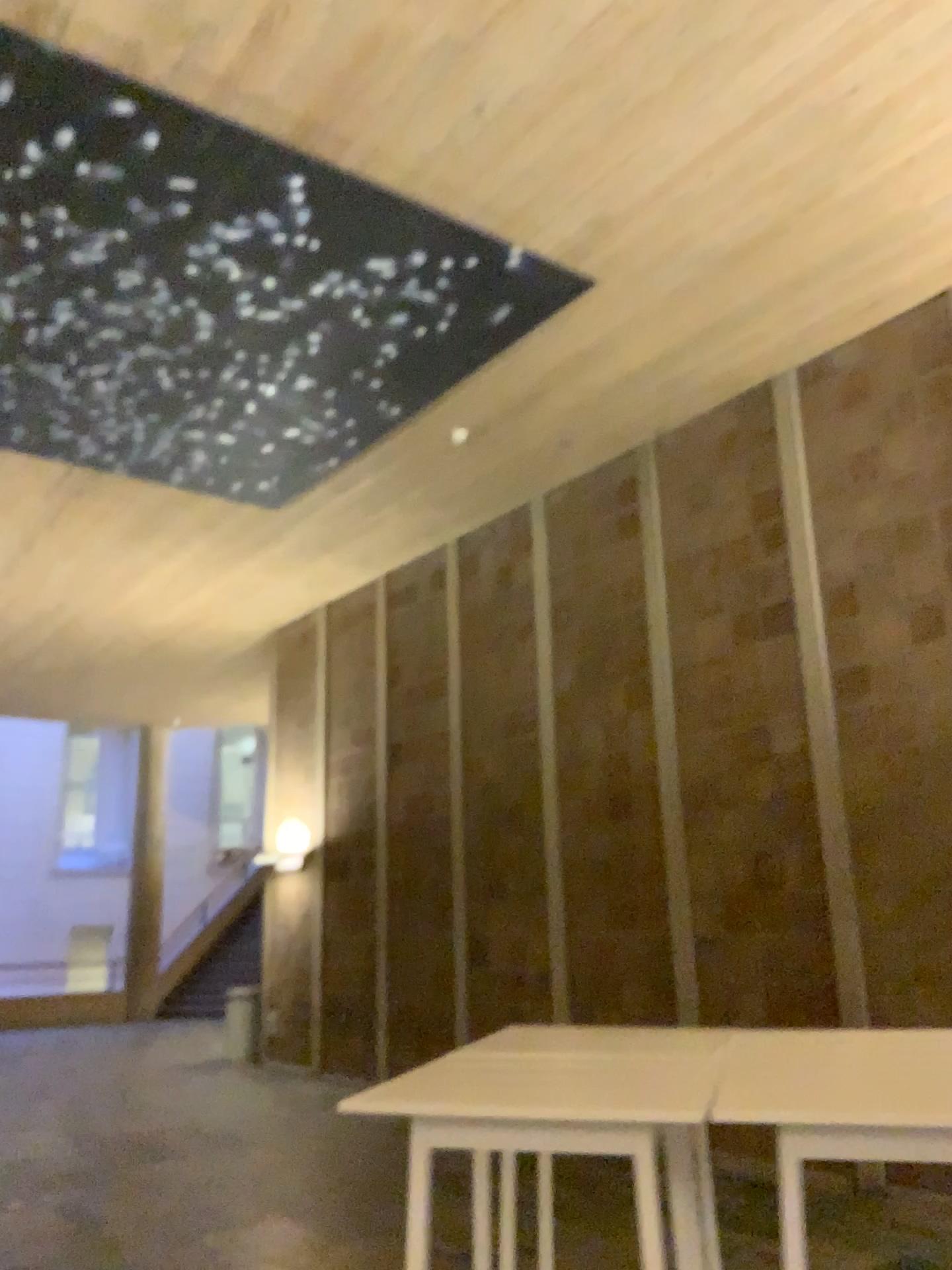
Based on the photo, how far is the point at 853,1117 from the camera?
1.6m

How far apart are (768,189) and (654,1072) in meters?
4.4

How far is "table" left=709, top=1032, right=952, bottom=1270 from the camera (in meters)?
1.60
